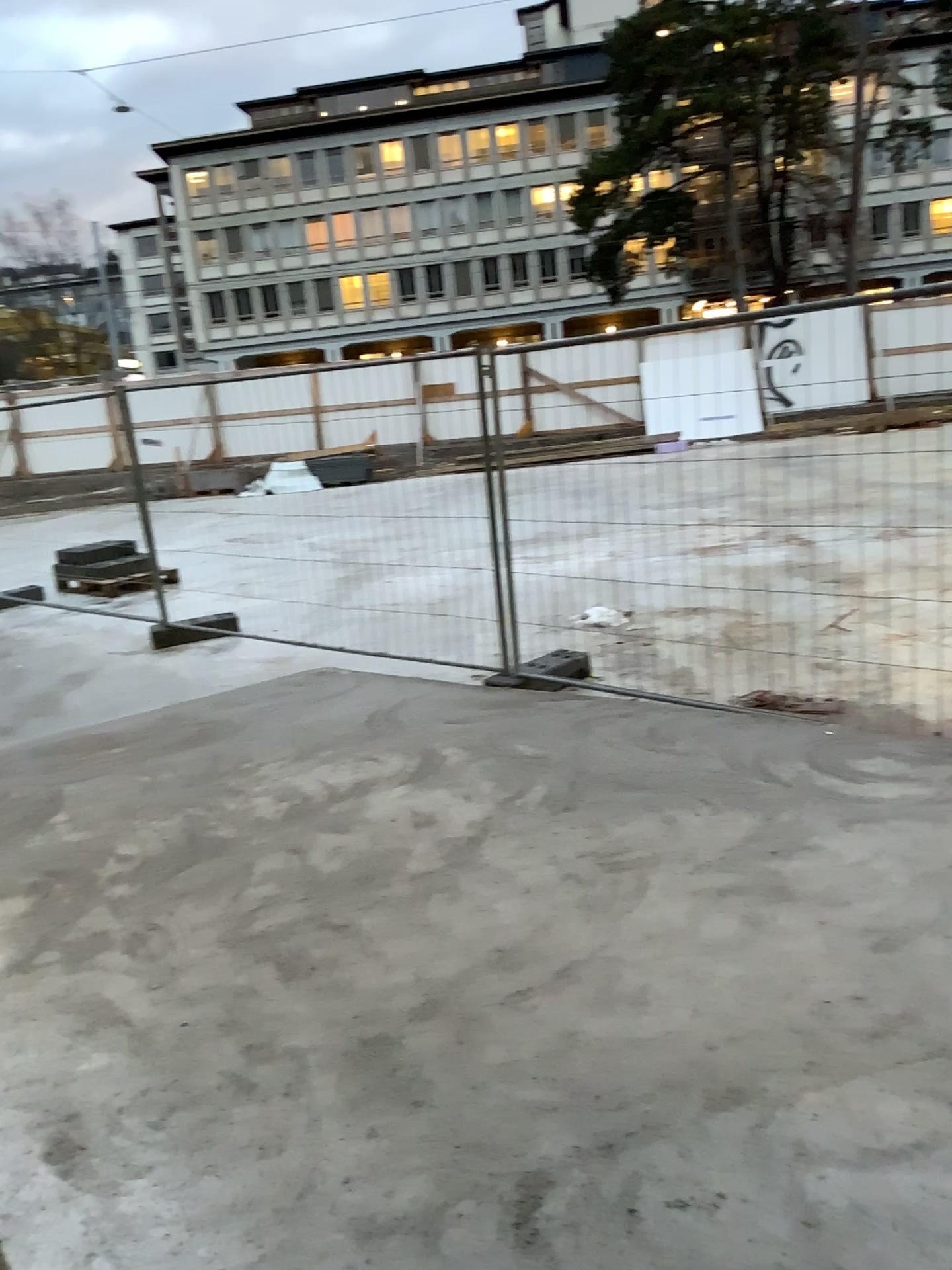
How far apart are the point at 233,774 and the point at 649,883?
2.30m
